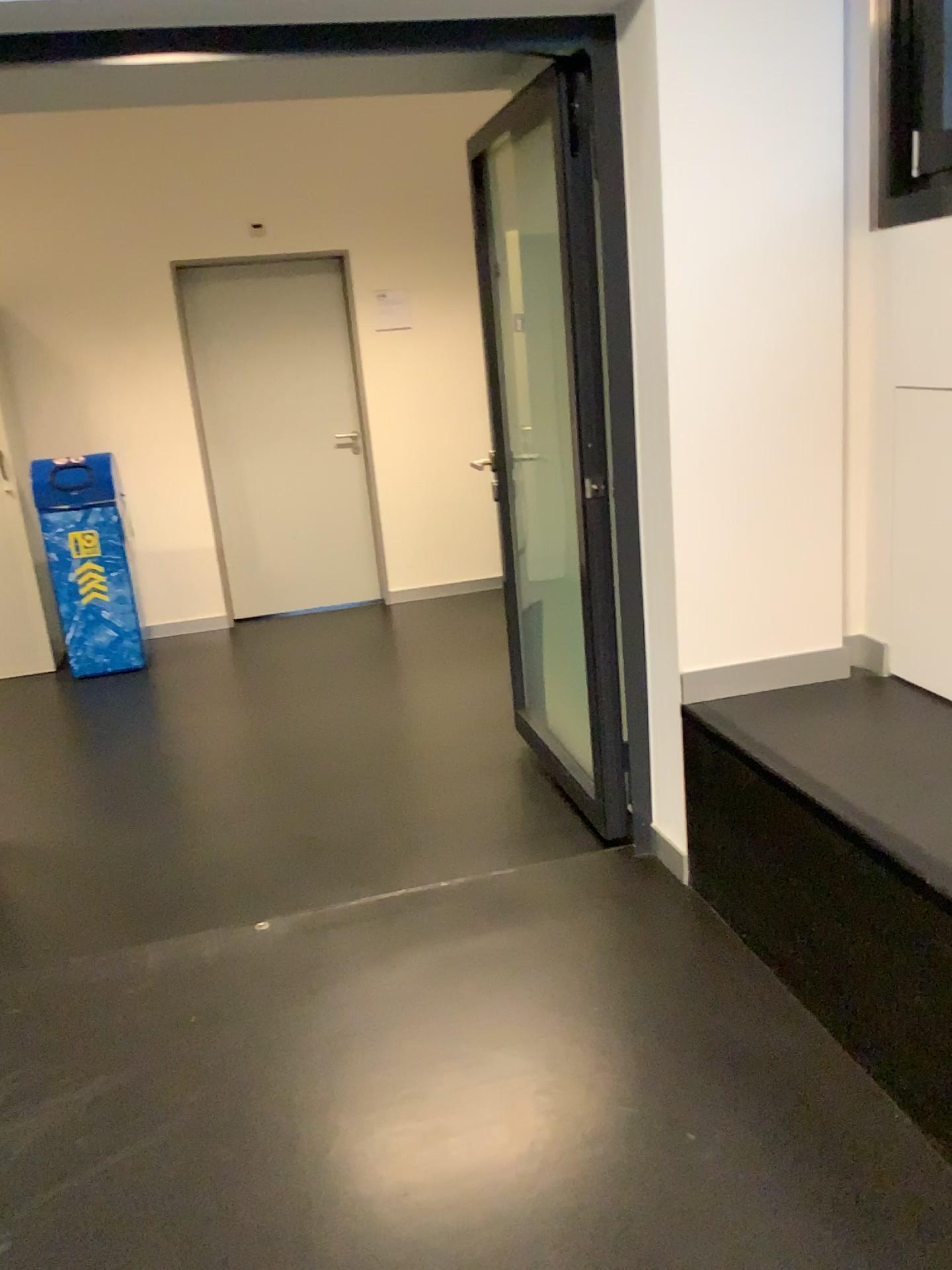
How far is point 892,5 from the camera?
2.28m

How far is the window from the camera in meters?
2.3

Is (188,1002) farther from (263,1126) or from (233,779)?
(233,779)
